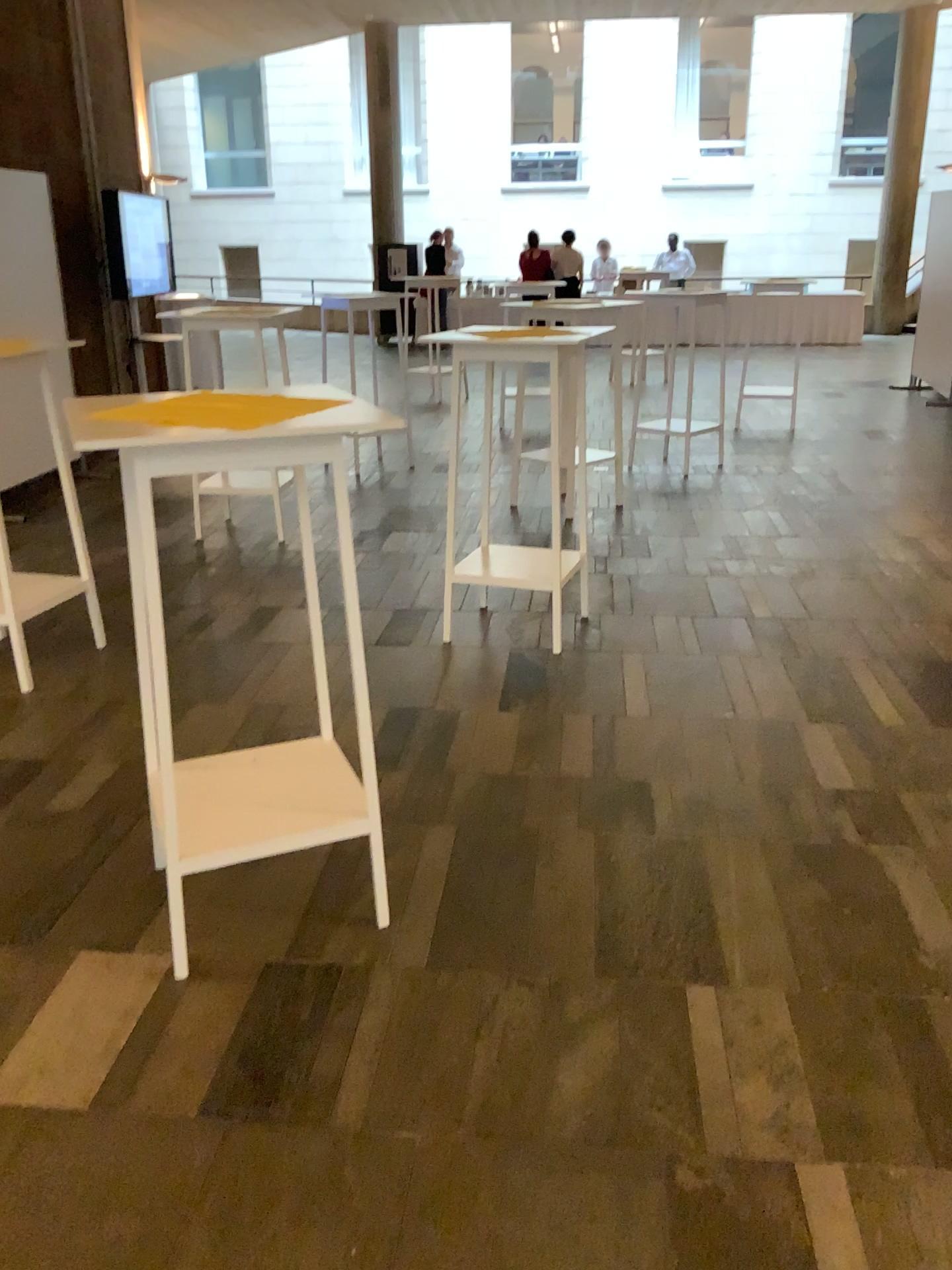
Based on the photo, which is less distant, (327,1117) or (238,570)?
(327,1117)

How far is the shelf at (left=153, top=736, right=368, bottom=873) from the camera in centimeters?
232cm

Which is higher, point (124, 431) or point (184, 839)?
point (124, 431)

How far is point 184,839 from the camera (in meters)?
2.32
